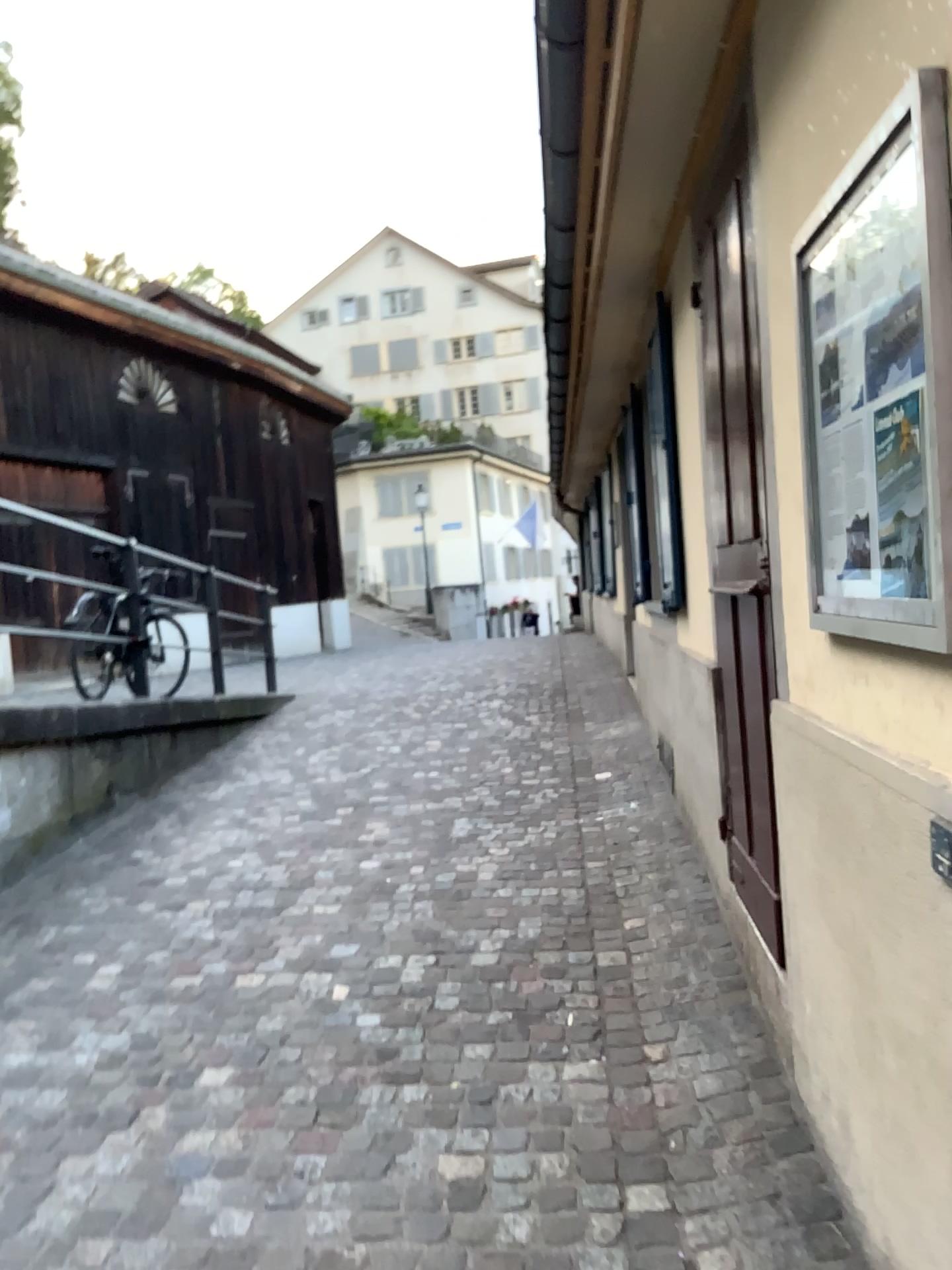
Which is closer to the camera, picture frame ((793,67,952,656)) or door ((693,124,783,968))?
picture frame ((793,67,952,656))

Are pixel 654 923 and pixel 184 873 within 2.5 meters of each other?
yes

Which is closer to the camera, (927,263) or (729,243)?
(927,263)

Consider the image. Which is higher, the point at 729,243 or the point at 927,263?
the point at 729,243
